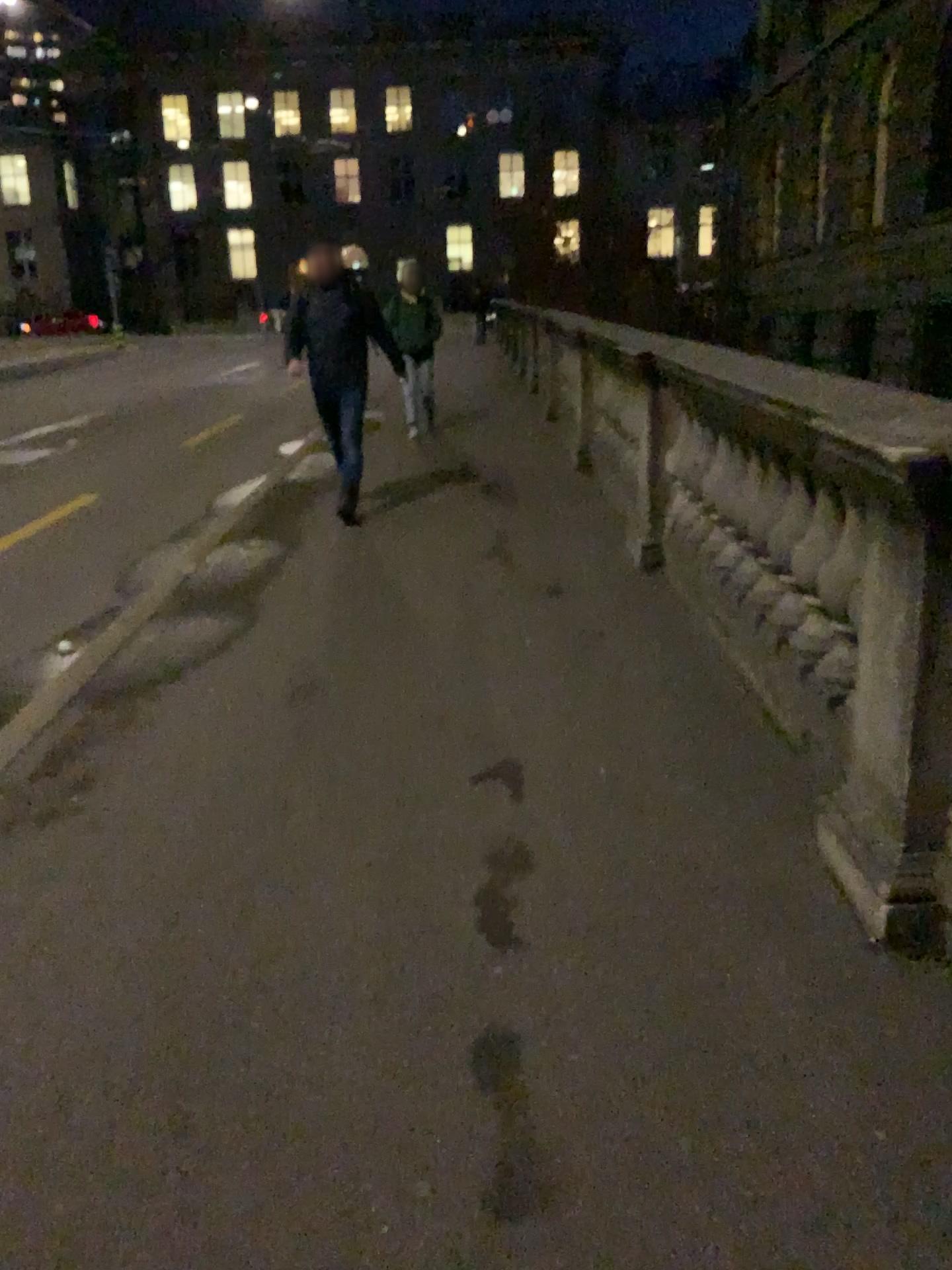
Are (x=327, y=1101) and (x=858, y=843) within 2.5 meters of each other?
yes
